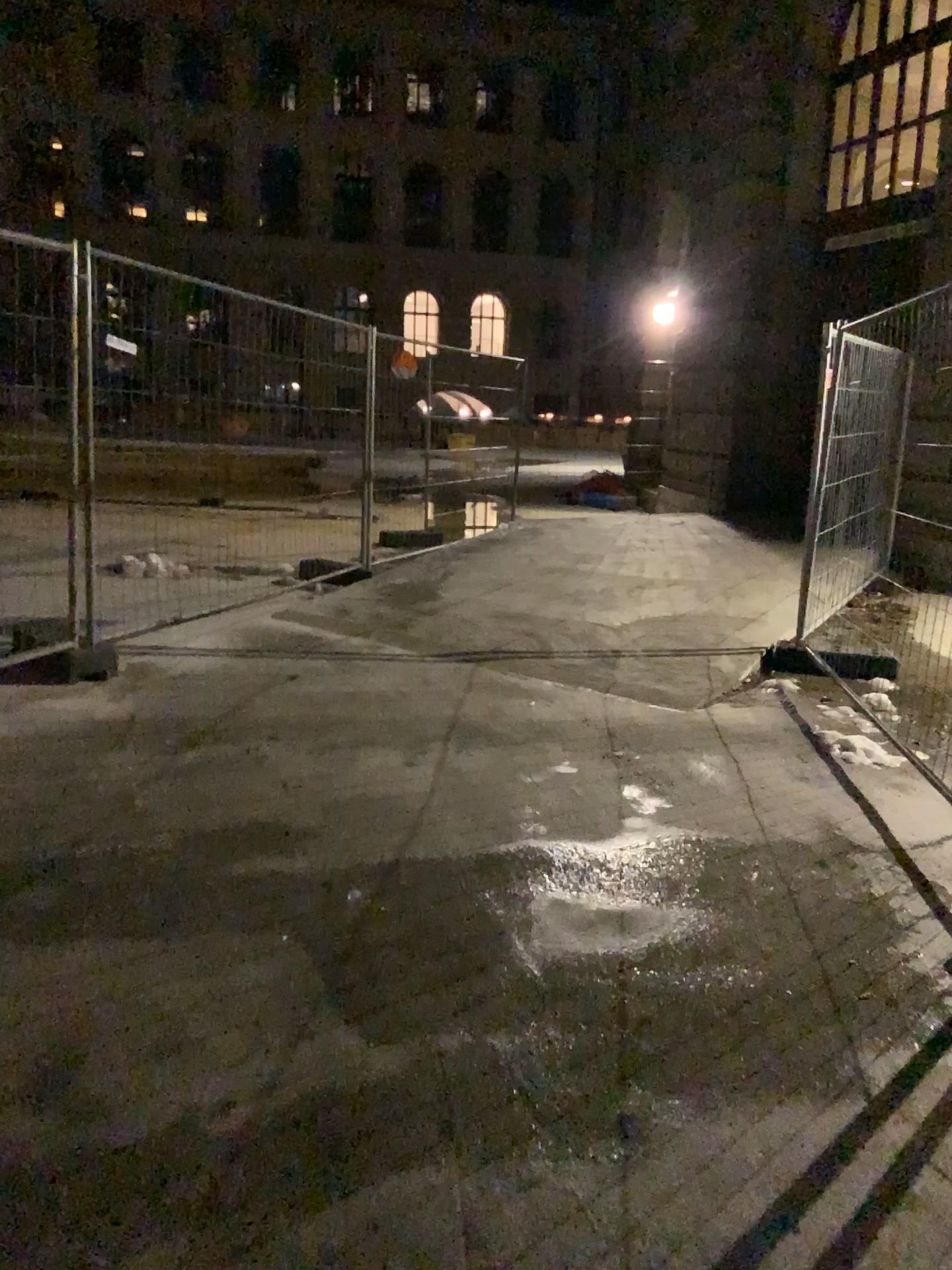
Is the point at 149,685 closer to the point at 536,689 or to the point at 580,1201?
the point at 536,689
